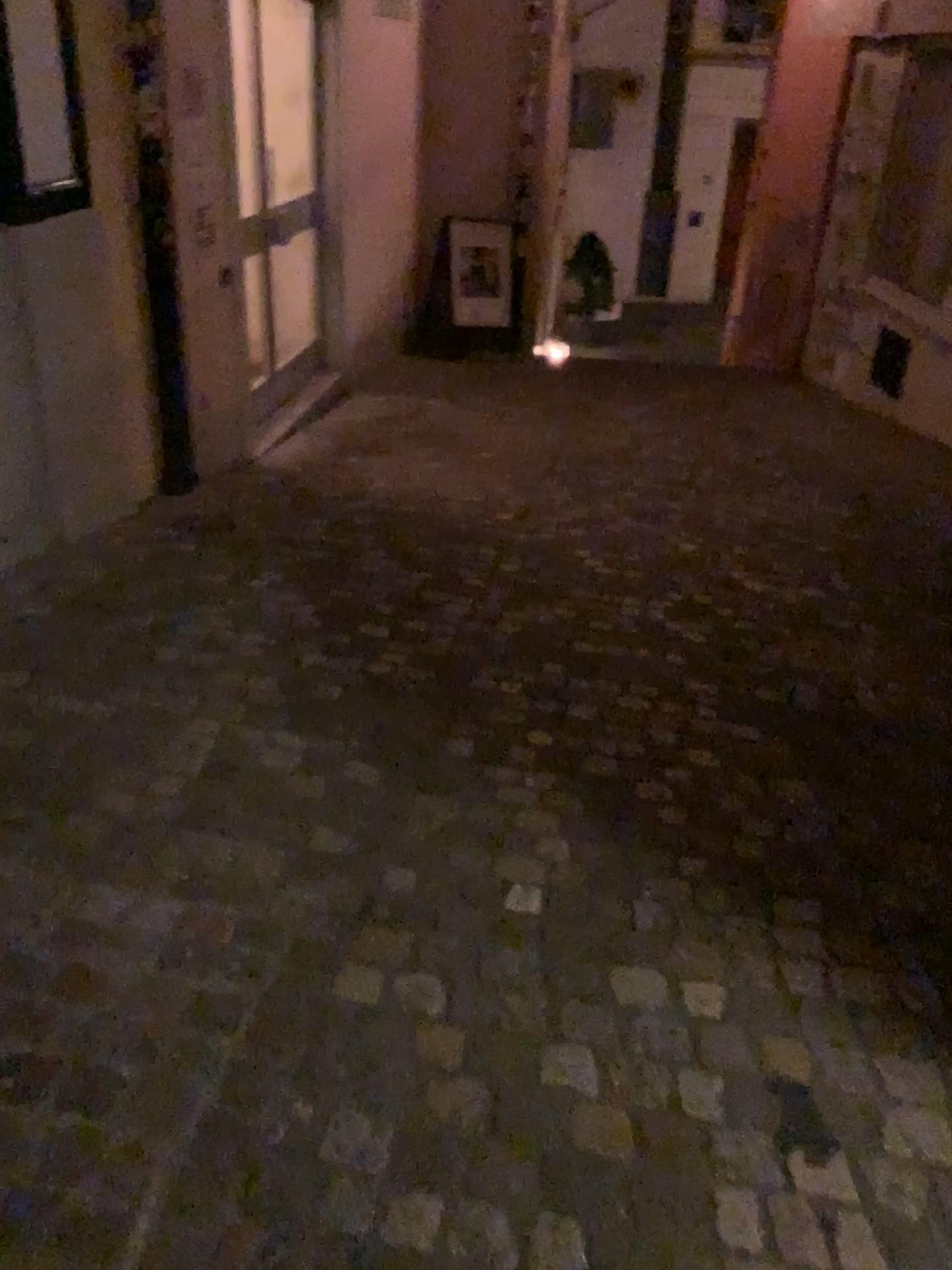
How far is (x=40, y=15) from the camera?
3.14m

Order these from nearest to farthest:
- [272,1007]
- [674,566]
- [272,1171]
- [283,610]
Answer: [272,1171] < [272,1007] < [283,610] < [674,566]

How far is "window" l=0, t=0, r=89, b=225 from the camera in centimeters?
314cm
